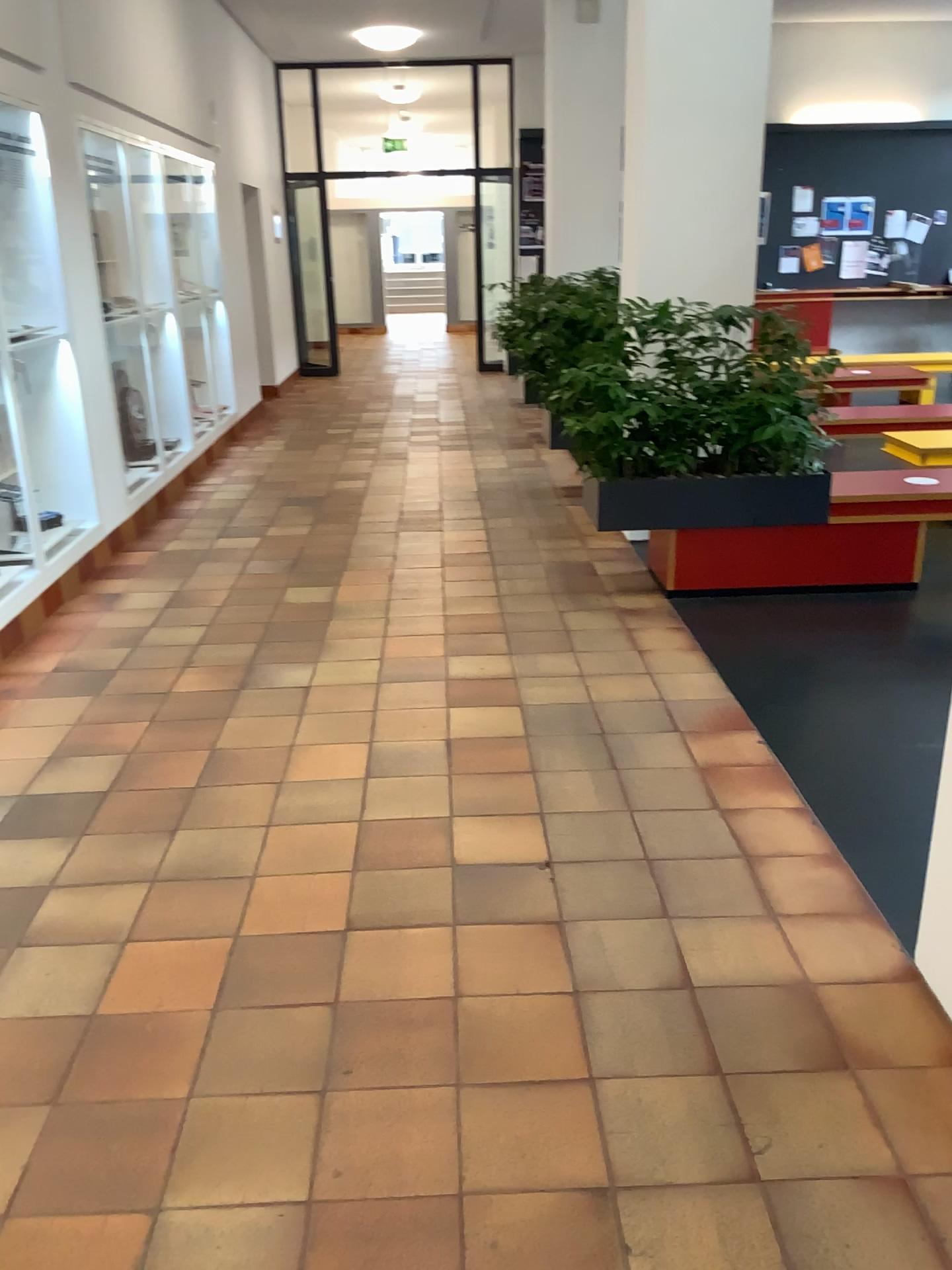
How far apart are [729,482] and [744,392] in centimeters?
38cm

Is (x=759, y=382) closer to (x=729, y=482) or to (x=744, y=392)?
(x=744, y=392)

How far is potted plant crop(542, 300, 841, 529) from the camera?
4.43m

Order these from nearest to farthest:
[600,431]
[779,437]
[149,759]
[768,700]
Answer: [149,759] < [768,700] < [779,437] < [600,431]

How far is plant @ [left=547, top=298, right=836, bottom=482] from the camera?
4.4 meters

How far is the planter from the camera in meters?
4.6 m

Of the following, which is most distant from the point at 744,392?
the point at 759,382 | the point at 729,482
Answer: the point at 729,482
